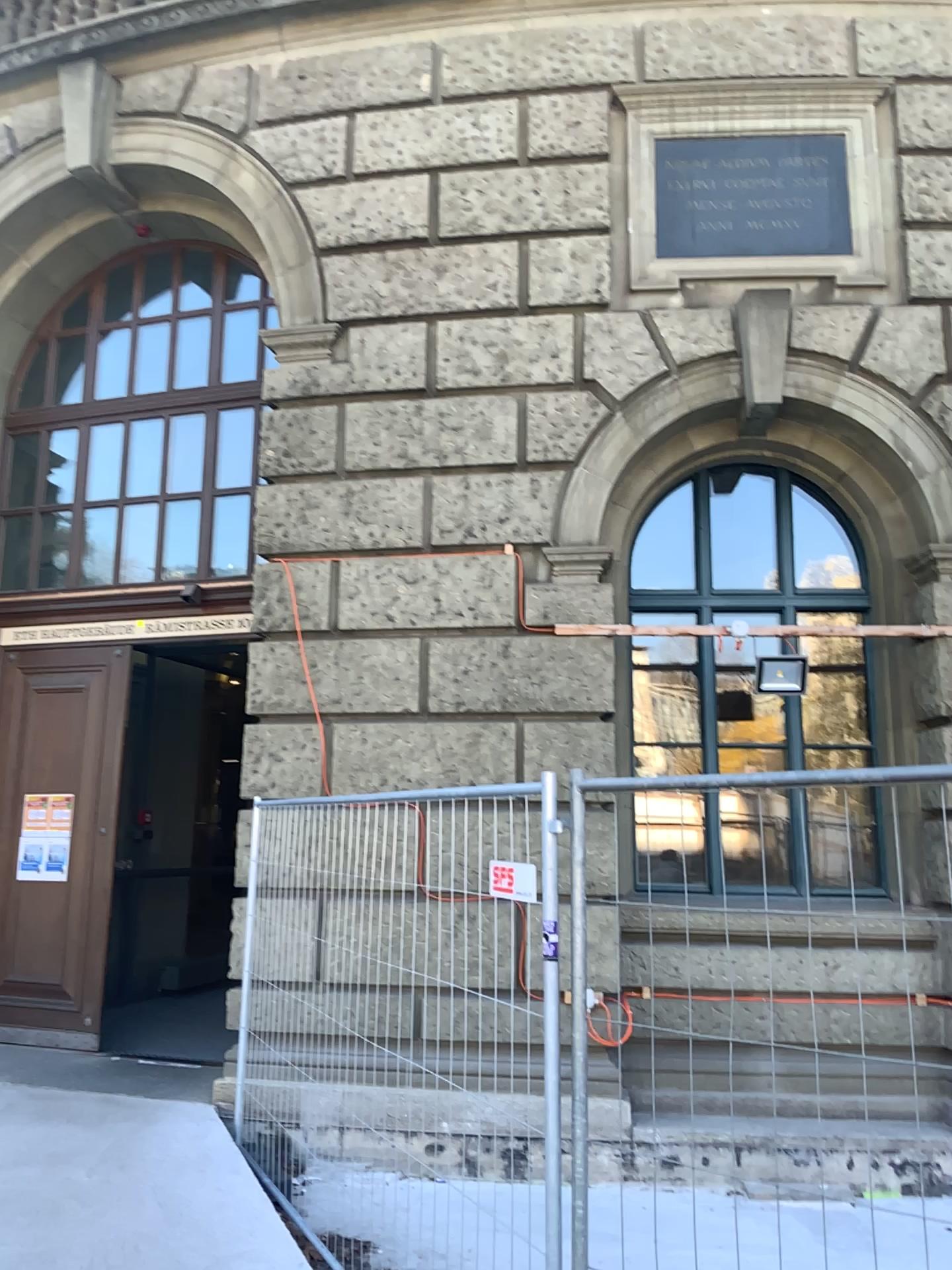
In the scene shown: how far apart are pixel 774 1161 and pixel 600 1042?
0.48m
